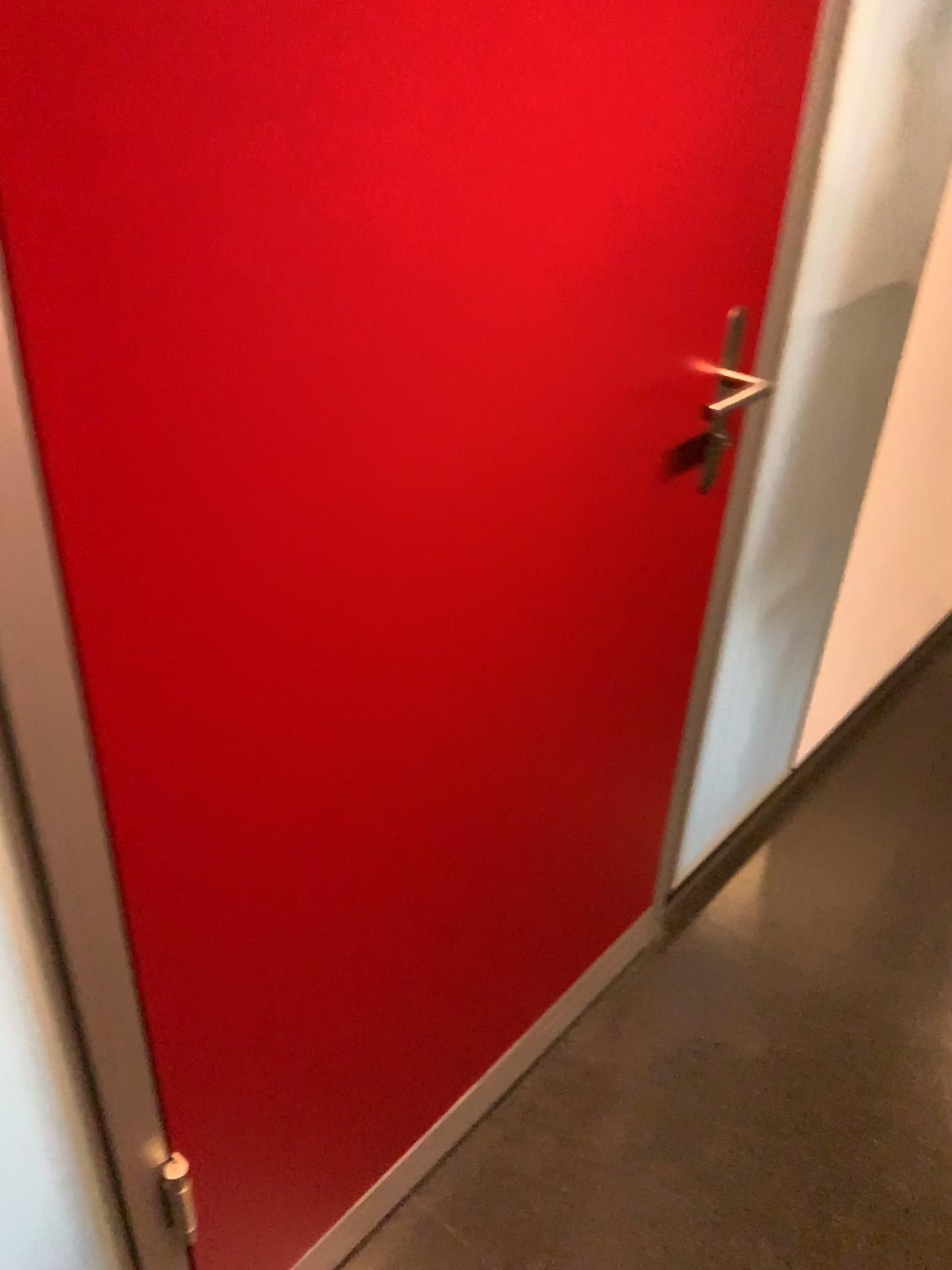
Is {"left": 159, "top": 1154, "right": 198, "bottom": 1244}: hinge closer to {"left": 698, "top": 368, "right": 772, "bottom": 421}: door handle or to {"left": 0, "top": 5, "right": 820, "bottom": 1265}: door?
{"left": 0, "top": 5, "right": 820, "bottom": 1265}: door

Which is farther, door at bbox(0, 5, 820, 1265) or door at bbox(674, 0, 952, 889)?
door at bbox(674, 0, 952, 889)

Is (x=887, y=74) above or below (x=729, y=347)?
above

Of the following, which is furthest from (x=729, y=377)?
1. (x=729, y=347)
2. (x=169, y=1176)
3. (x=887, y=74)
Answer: (x=169, y=1176)

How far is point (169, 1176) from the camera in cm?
101

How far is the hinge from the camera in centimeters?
101cm

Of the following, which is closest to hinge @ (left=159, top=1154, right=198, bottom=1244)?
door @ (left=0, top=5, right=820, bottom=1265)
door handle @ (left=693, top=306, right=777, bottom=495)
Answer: door @ (left=0, top=5, right=820, bottom=1265)

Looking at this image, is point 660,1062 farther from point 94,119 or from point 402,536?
point 94,119

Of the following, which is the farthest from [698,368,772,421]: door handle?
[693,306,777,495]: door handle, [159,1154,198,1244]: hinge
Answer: [159,1154,198,1244]: hinge

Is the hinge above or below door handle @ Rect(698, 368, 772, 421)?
below
